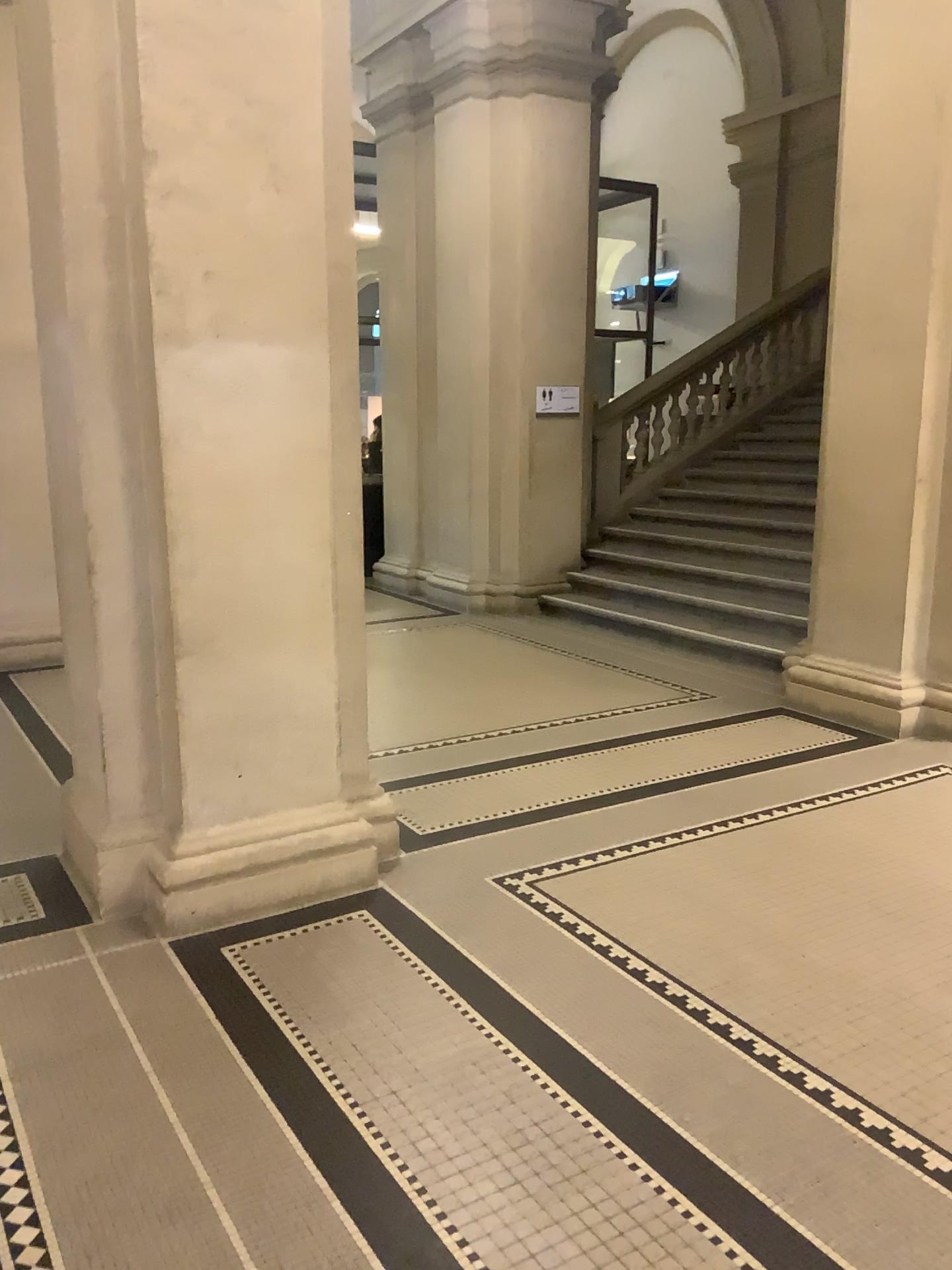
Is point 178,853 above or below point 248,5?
below

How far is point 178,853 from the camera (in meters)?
3.21

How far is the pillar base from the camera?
3.21m

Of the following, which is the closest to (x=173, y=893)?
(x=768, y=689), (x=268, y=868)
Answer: (x=268, y=868)
